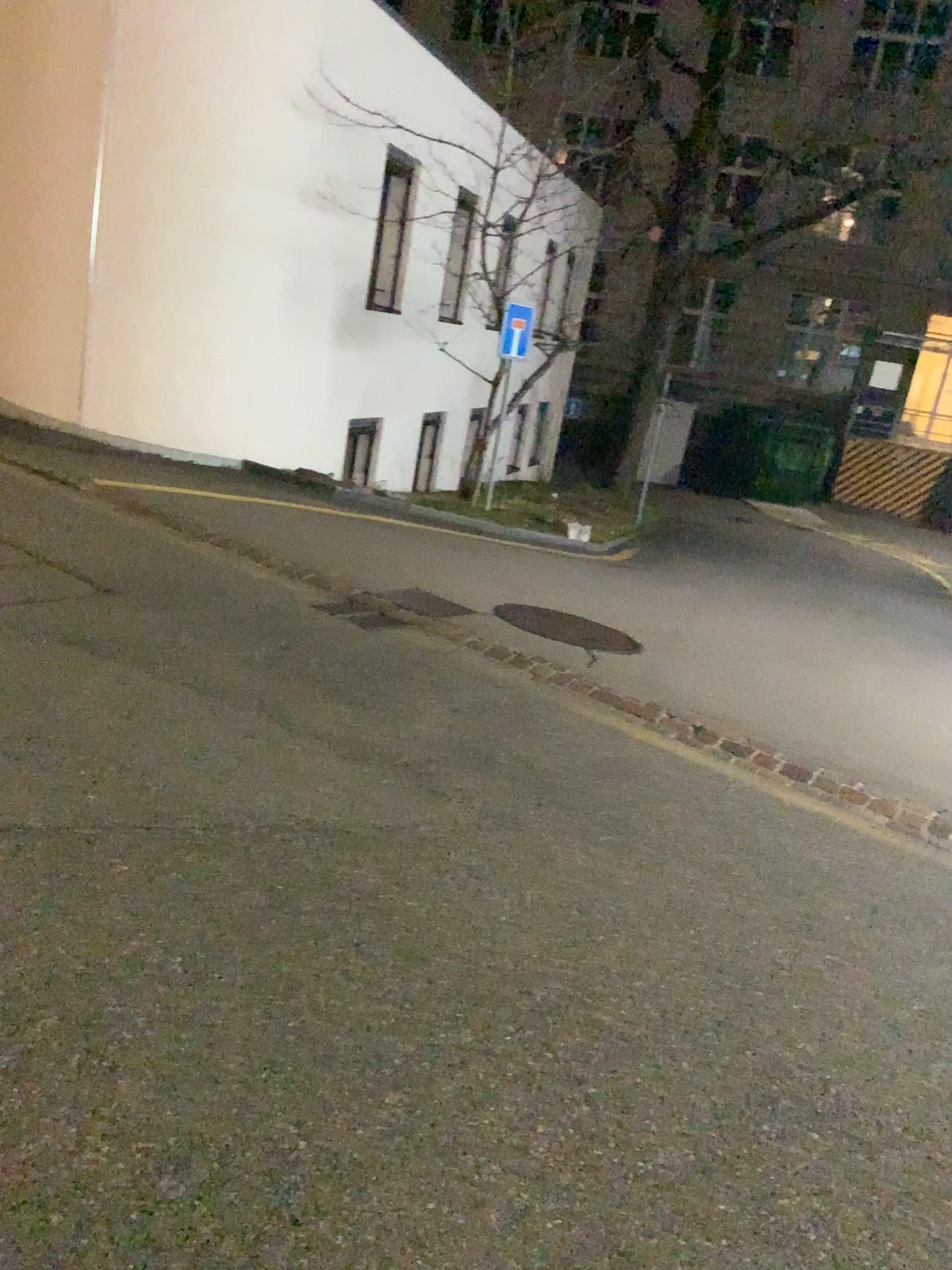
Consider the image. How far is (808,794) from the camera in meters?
4.8 m
